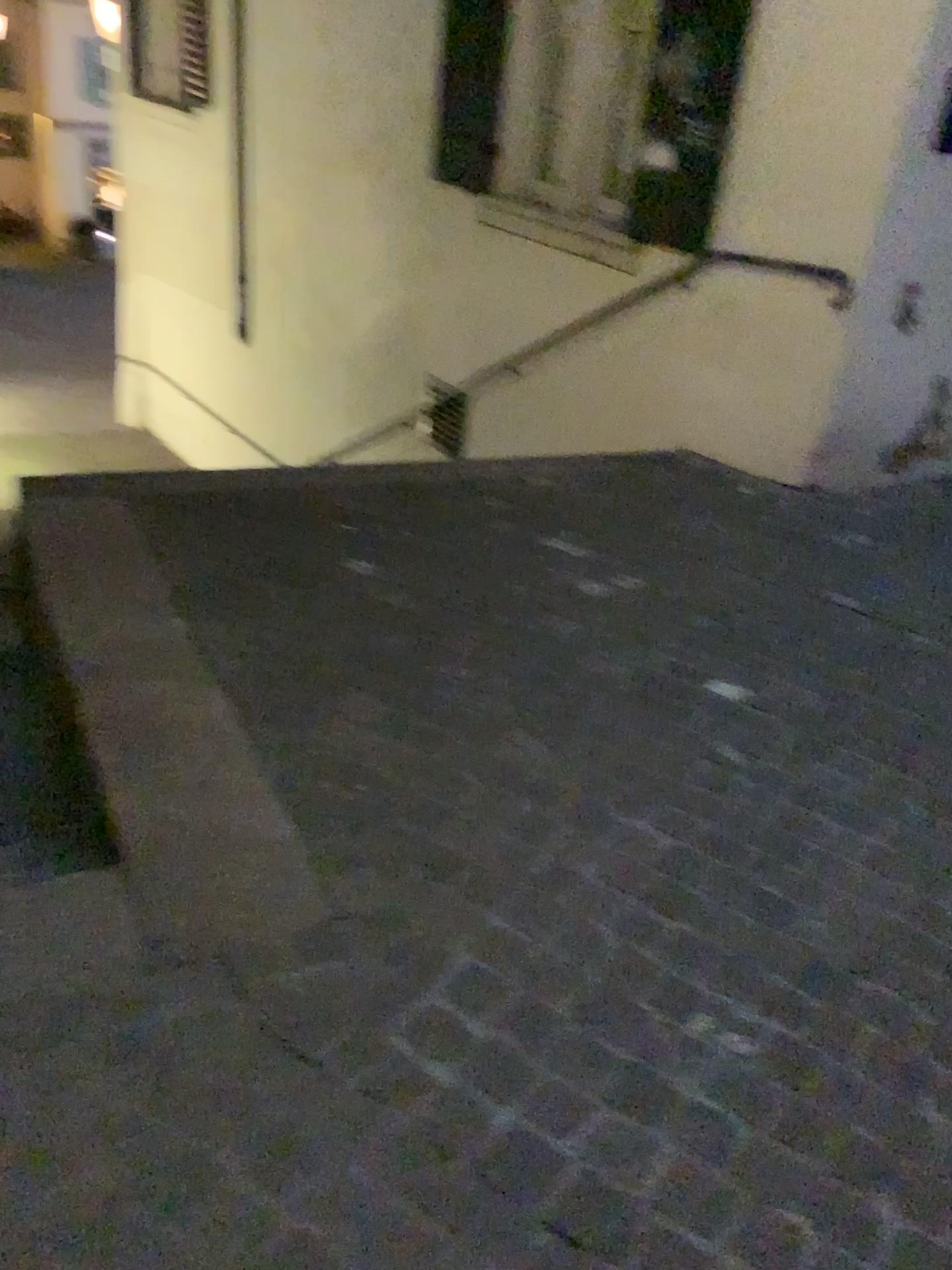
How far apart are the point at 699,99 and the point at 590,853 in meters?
3.6

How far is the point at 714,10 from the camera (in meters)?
4.27

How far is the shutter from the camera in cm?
427
